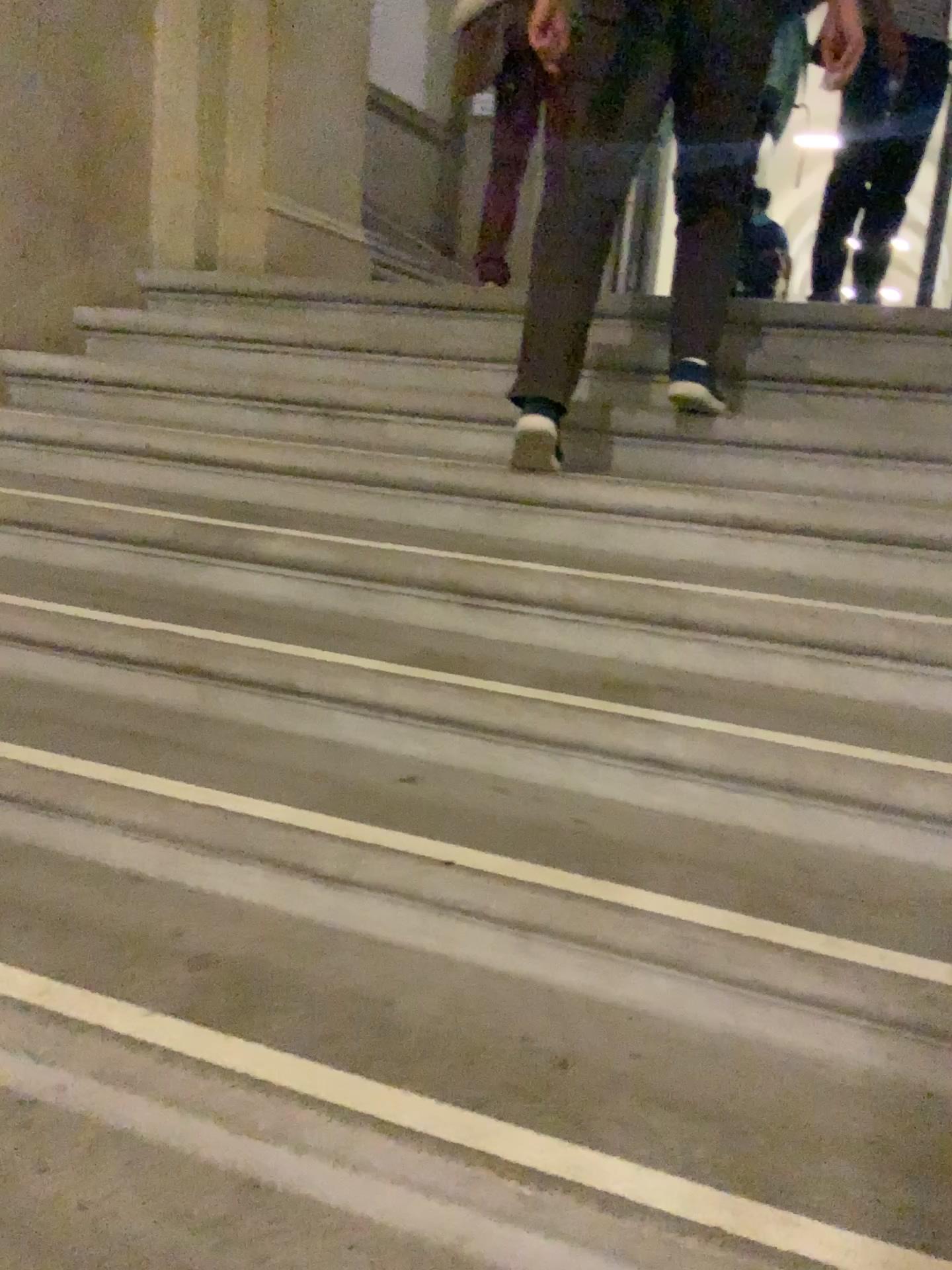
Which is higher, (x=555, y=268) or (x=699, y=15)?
(x=699, y=15)

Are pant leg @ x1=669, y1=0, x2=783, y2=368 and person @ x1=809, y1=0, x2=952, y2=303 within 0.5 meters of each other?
no

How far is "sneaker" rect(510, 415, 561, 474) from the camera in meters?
2.2

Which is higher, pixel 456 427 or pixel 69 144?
pixel 69 144

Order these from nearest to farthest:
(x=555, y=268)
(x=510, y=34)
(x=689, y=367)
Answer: (x=555, y=268), (x=689, y=367), (x=510, y=34)

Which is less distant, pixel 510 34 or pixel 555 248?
pixel 555 248

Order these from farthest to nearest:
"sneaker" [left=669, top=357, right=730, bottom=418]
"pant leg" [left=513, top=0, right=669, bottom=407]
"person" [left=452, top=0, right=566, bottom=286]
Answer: "person" [left=452, top=0, right=566, bottom=286] < "sneaker" [left=669, top=357, right=730, bottom=418] < "pant leg" [left=513, top=0, right=669, bottom=407]

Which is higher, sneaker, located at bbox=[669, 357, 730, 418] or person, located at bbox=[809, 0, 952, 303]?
person, located at bbox=[809, 0, 952, 303]

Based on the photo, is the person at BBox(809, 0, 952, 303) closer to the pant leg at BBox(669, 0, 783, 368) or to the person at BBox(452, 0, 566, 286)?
the person at BBox(452, 0, 566, 286)

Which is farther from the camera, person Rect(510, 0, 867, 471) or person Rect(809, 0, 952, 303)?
person Rect(809, 0, 952, 303)
